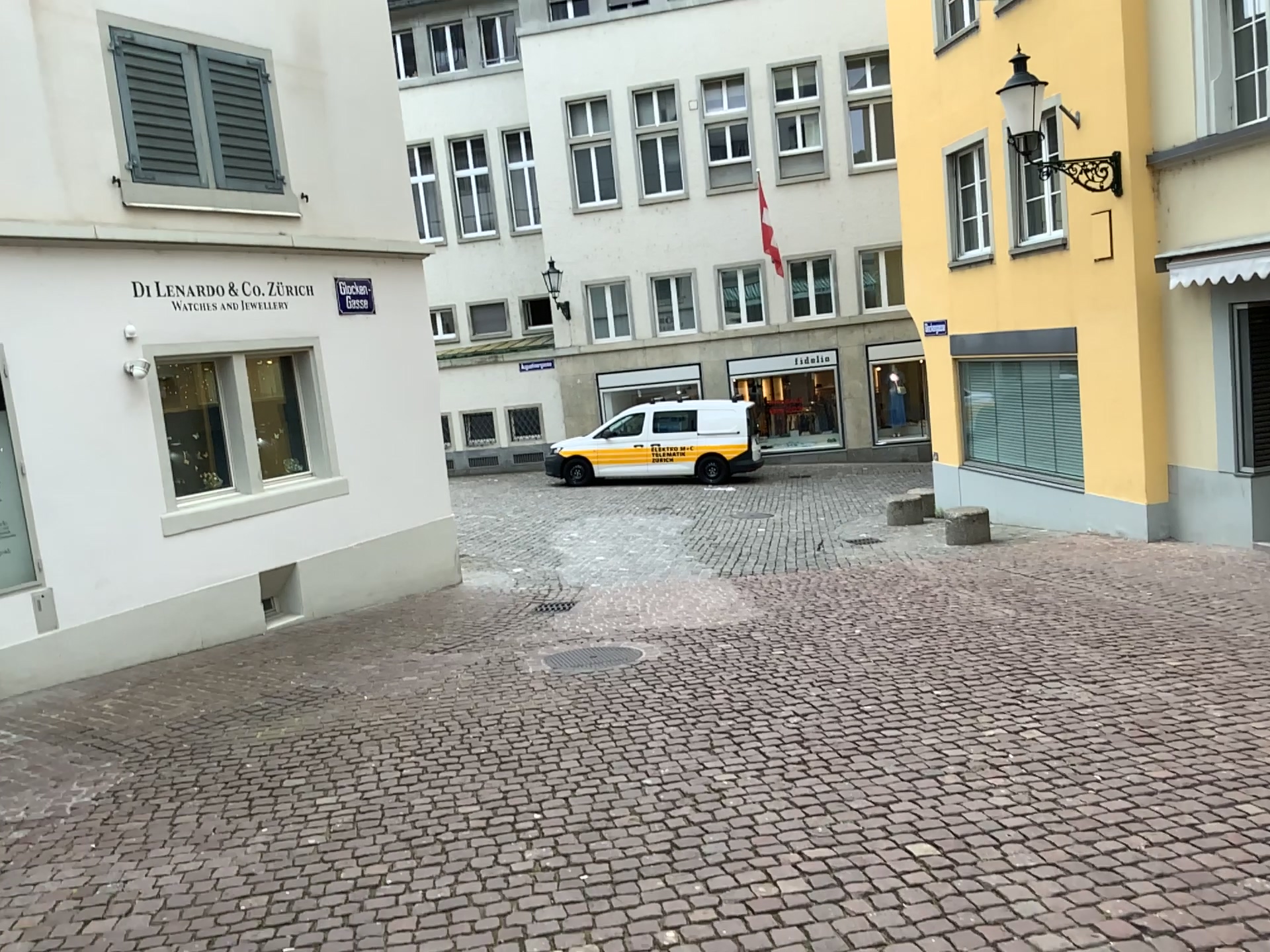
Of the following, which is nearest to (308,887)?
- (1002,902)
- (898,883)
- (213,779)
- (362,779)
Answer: (362,779)
